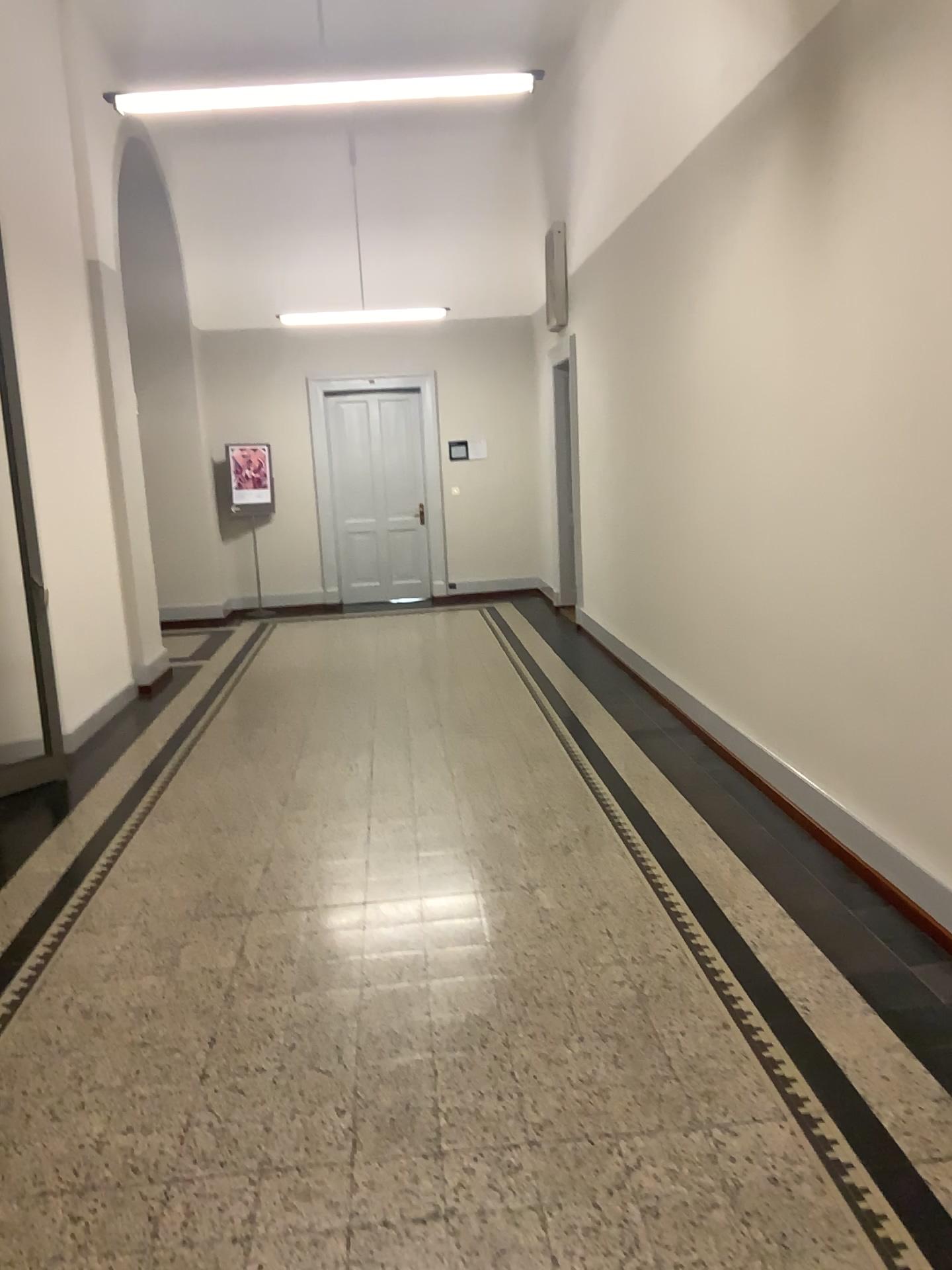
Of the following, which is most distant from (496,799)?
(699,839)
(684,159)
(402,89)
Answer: (684,159)
